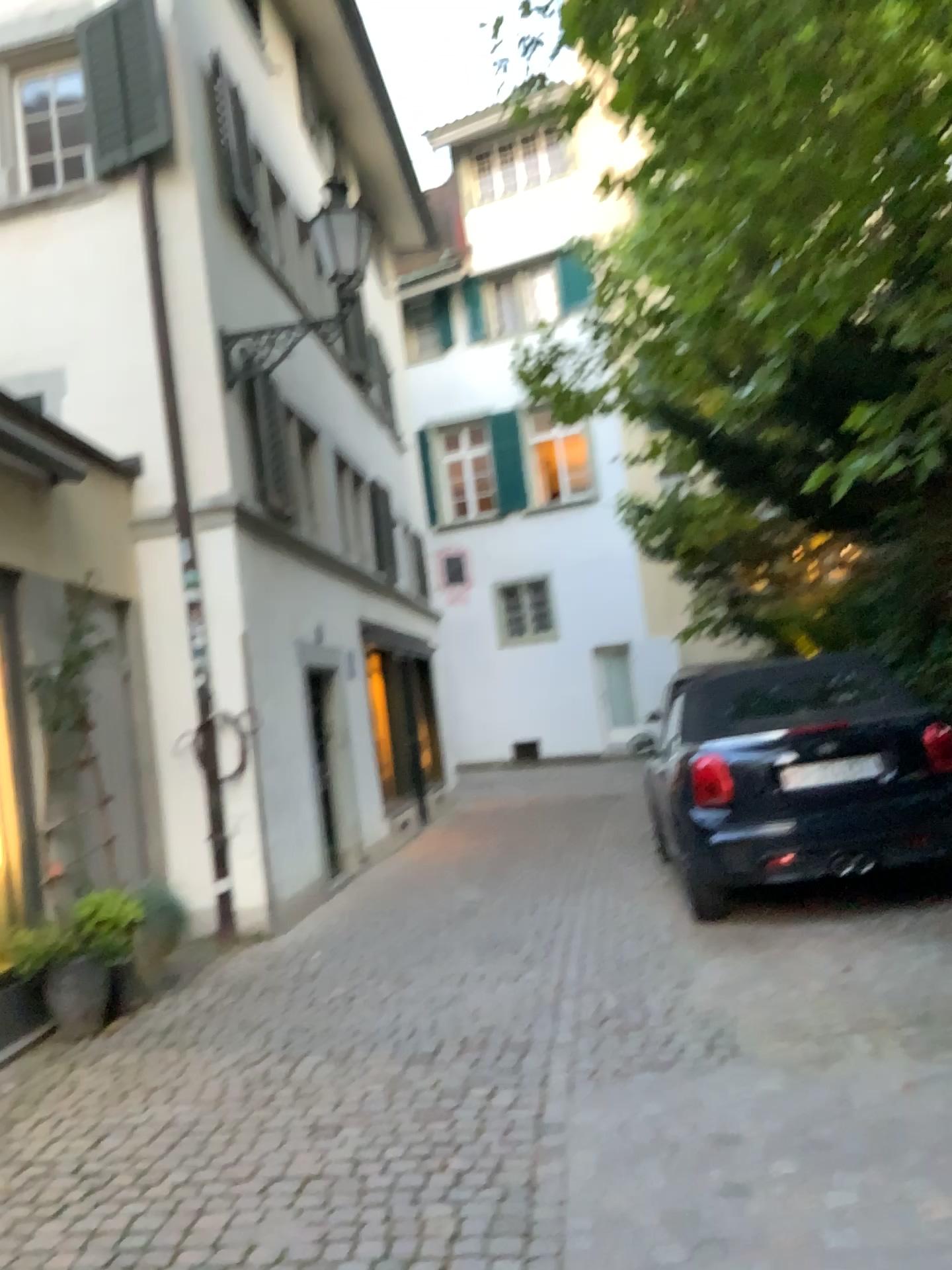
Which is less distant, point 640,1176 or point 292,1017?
point 640,1176
